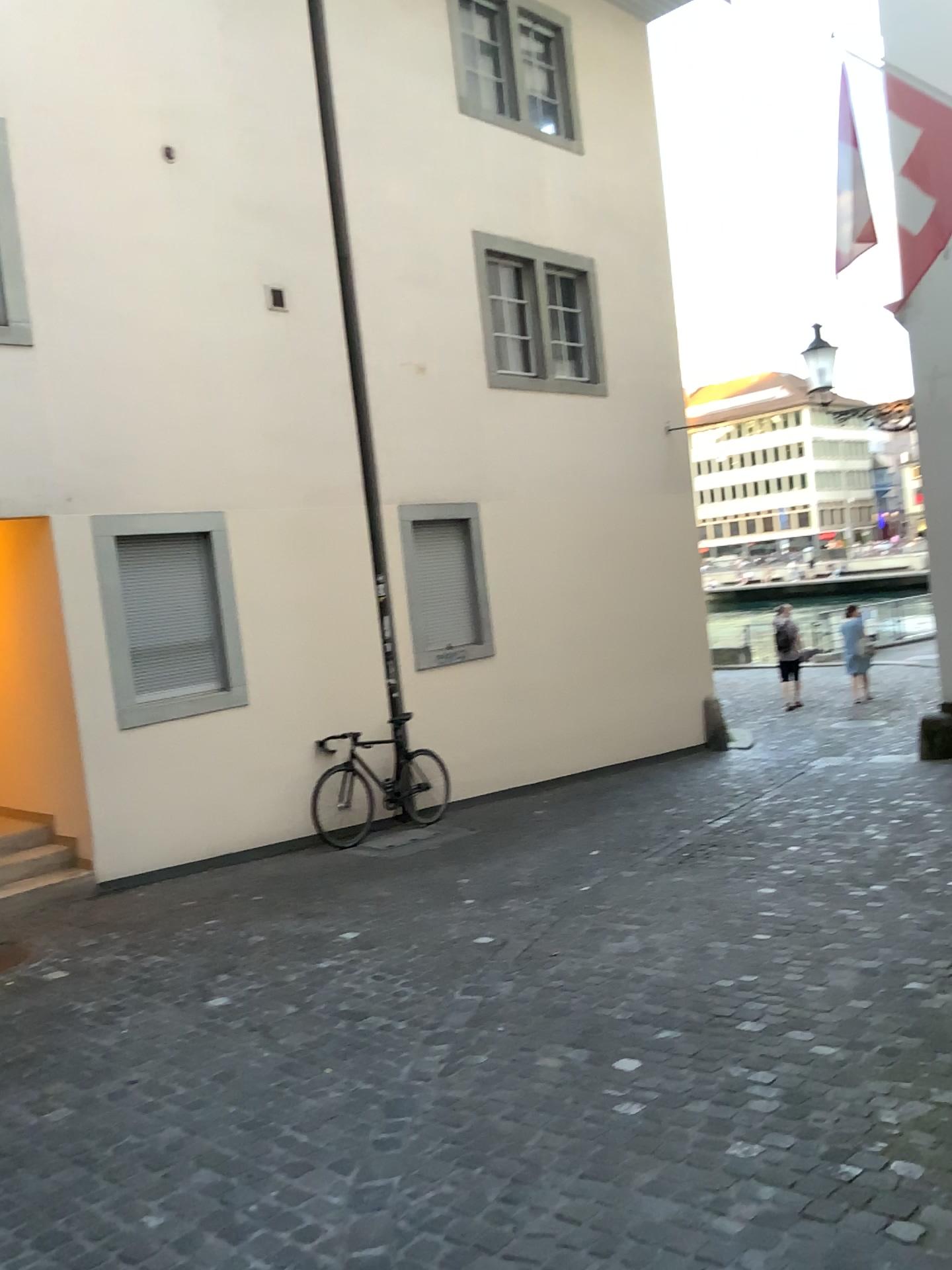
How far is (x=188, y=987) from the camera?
4.9m
